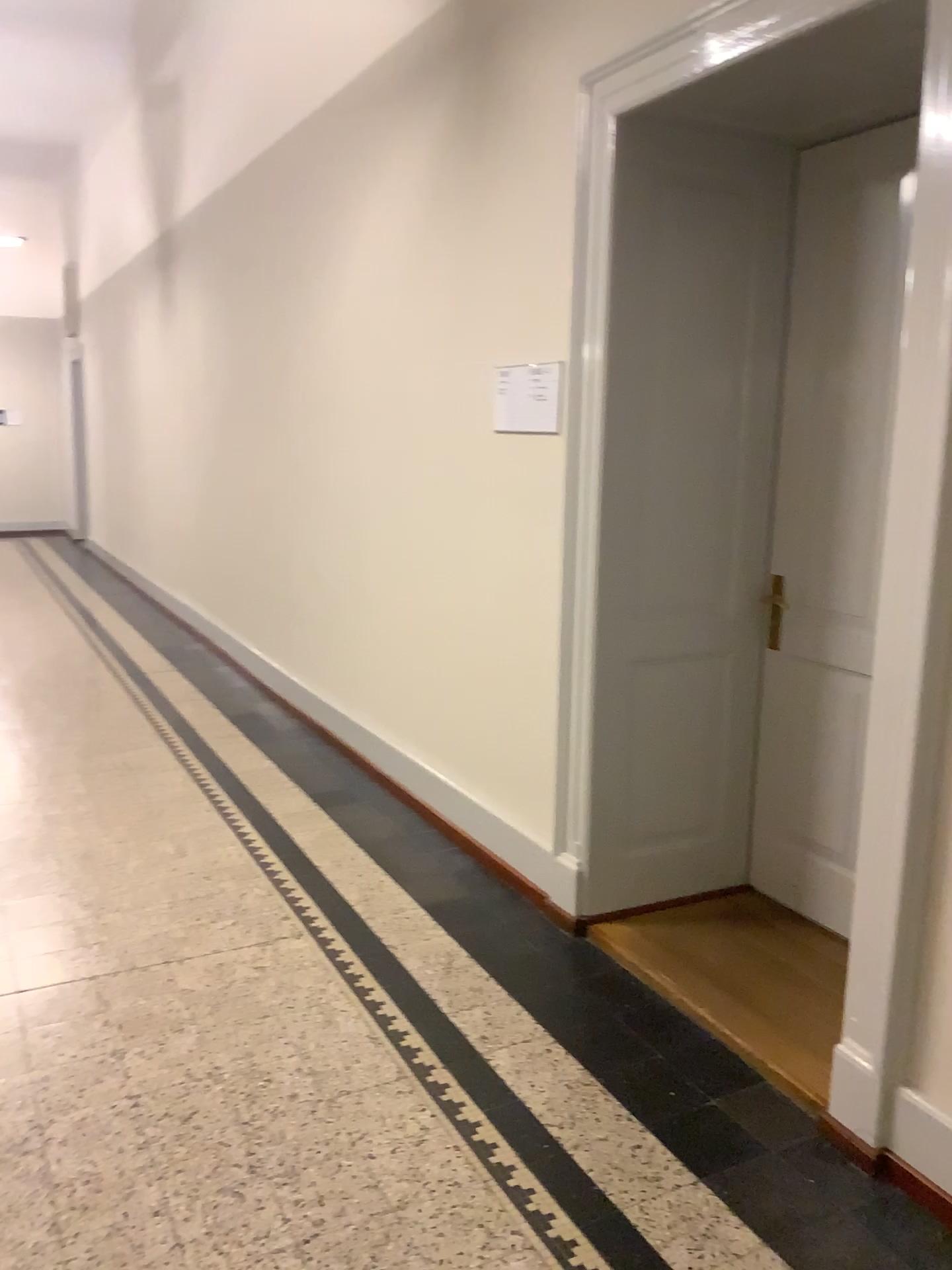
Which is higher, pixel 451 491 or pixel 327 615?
pixel 451 491

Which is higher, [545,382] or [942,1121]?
[545,382]

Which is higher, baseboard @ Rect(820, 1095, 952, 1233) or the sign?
the sign

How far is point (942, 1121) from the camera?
2.10m

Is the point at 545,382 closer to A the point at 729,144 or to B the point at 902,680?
A the point at 729,144

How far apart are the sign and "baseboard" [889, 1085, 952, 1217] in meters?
2.0 m

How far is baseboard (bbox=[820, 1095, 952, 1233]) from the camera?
2.10m

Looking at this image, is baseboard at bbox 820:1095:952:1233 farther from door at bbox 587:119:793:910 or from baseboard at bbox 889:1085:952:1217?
door at bbox 587:119:793:910

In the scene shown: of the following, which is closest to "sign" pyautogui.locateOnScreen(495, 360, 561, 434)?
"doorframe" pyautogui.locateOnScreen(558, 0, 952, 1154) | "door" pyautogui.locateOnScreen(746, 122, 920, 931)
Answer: "doorframe" pyautogui.locateOnScreen(558, 0, 952, 1154)

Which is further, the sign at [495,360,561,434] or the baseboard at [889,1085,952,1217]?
the sign at [495,360,561,434]
